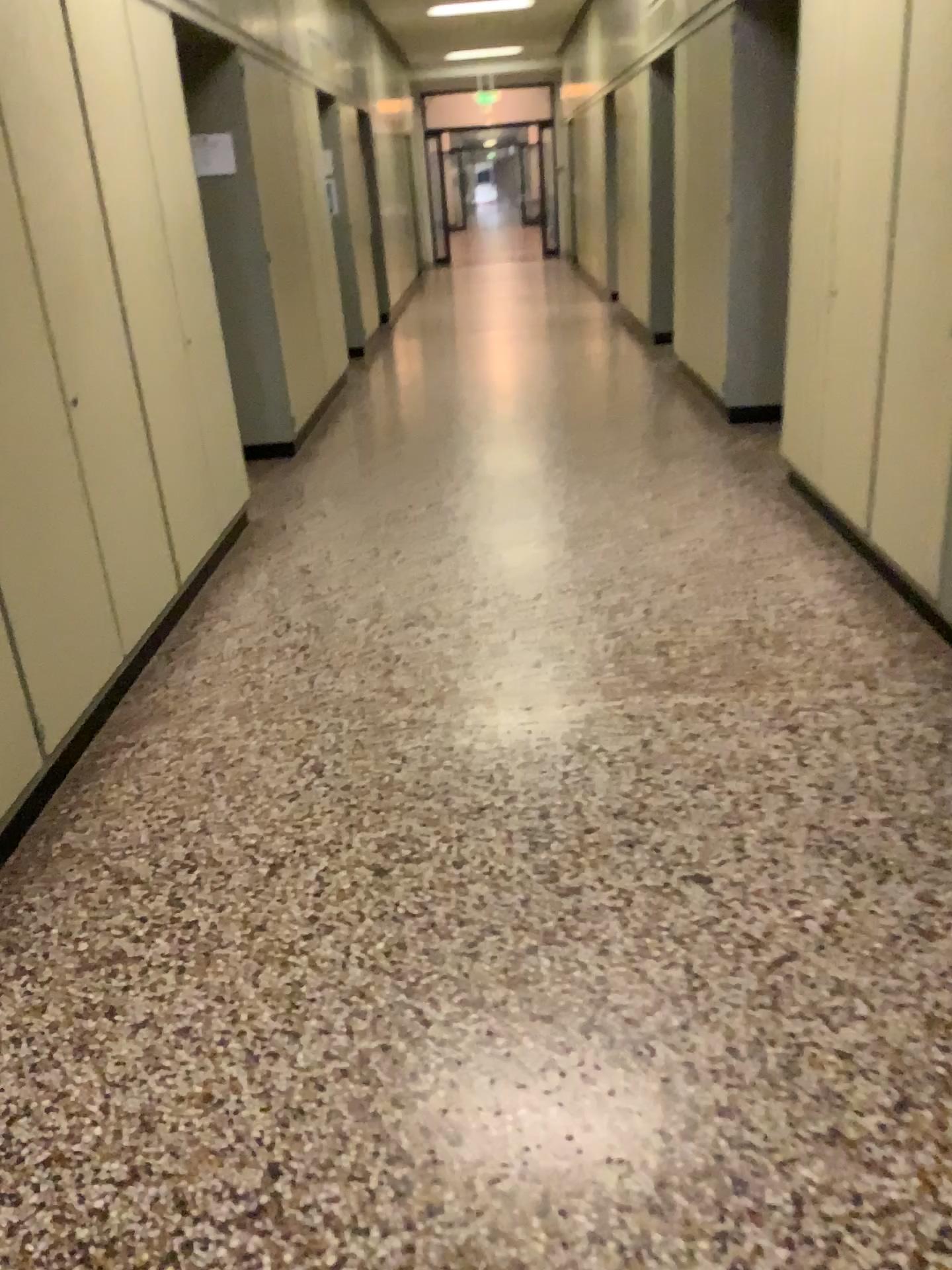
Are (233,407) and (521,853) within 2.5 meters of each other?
no

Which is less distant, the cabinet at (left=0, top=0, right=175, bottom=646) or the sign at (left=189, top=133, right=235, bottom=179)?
the cabinet at (left=0, top=0, right=175, bottom=646)

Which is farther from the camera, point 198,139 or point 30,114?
point 198,139
